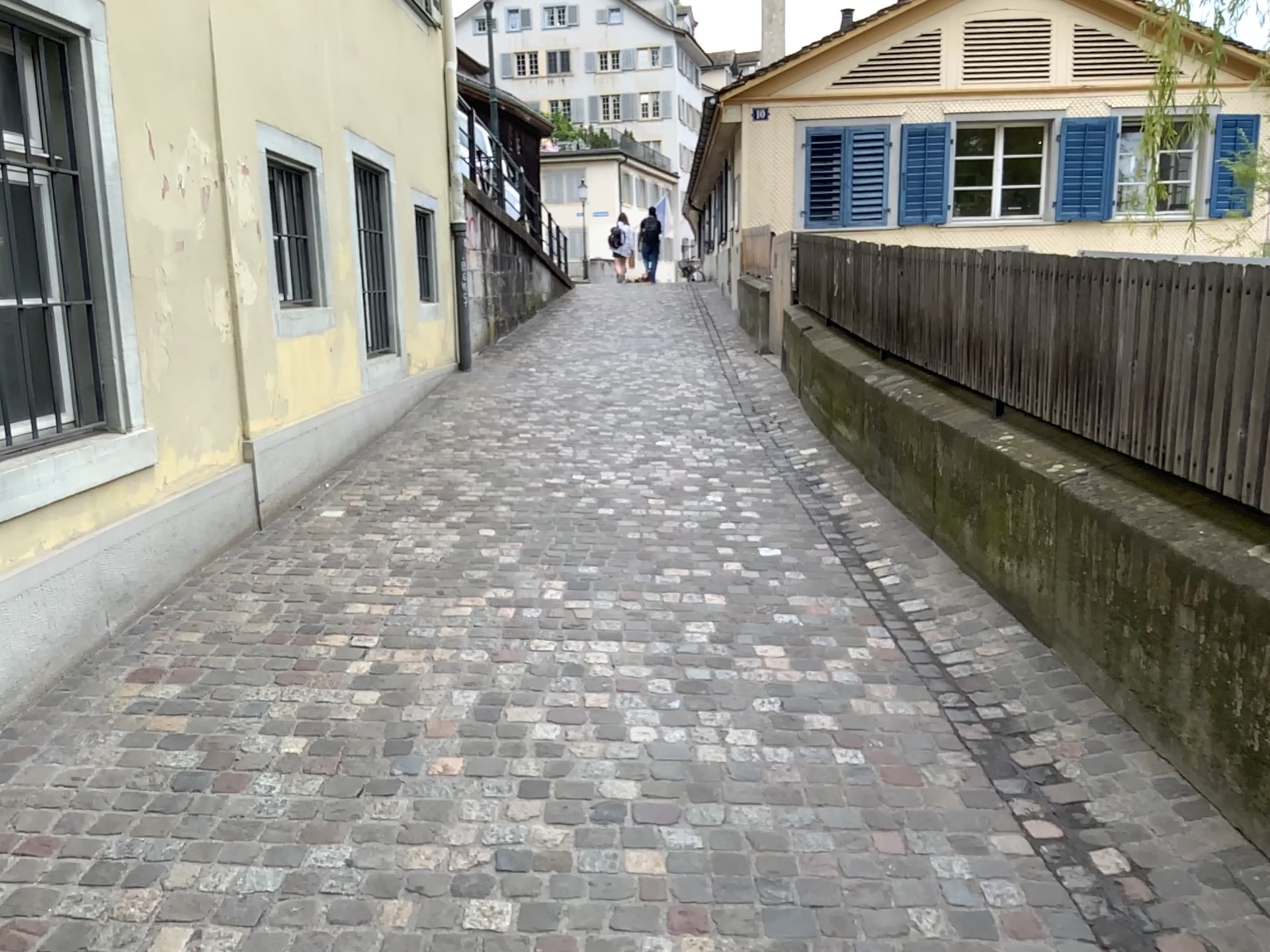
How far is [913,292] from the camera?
5.2m
